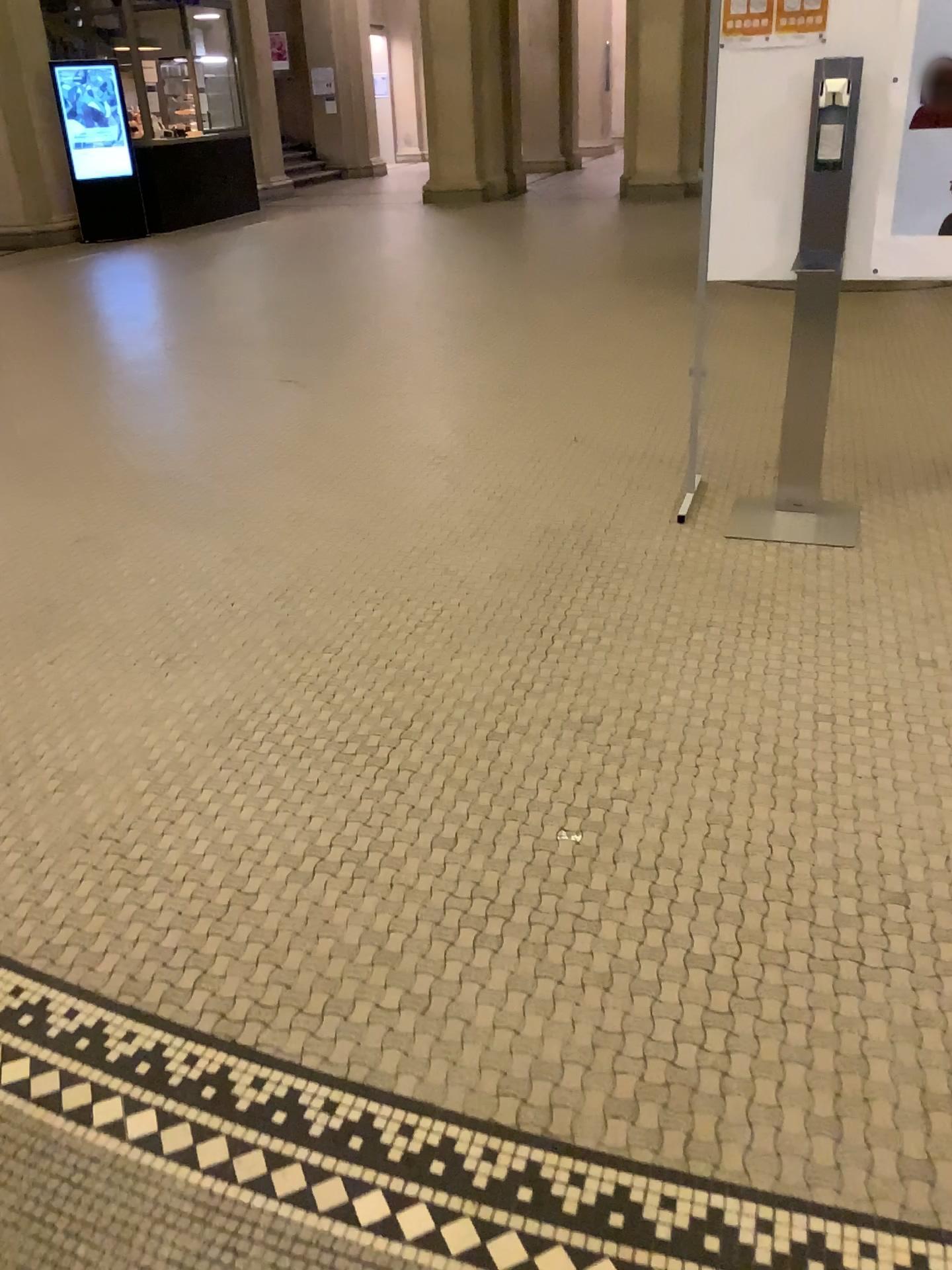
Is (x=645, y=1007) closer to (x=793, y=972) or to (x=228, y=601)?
(x=793, y=972)

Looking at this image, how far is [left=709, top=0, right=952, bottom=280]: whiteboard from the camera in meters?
3.0 m

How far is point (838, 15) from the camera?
3.0 meters
